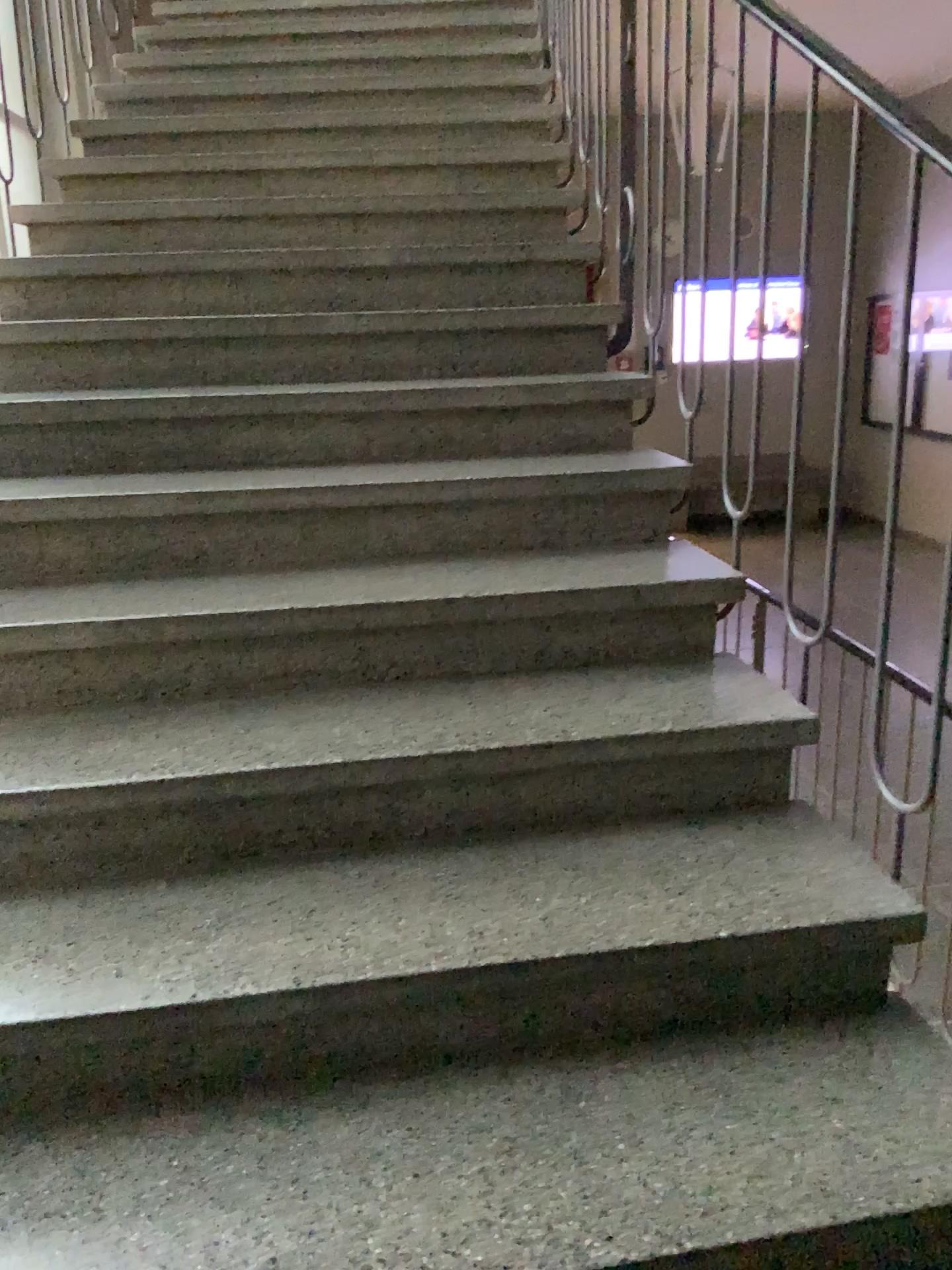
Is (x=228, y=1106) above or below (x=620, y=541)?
below
